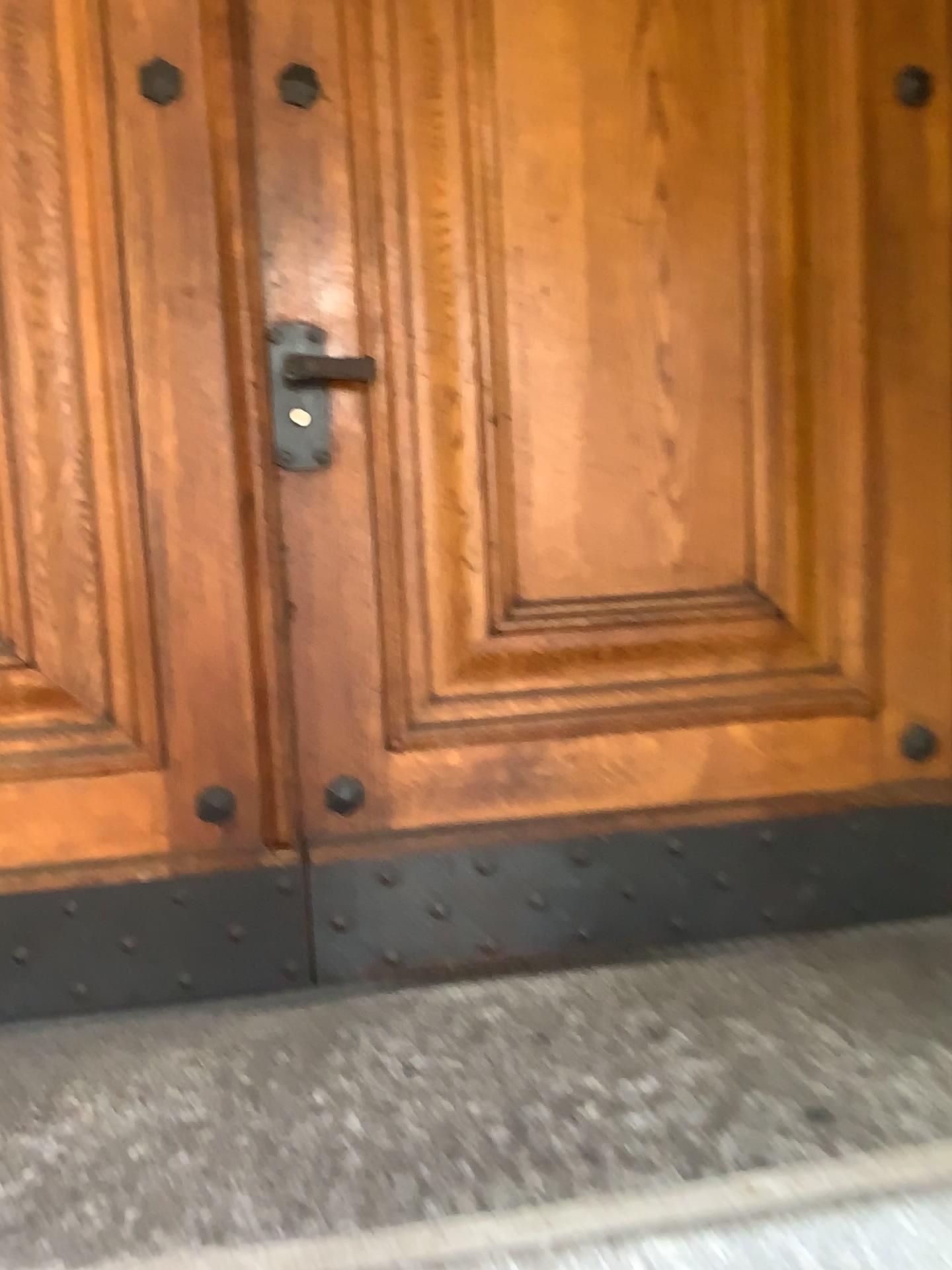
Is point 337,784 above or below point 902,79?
below

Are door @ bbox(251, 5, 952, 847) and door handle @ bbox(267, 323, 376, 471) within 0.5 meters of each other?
yes

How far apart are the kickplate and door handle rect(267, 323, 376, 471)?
0.6 meters

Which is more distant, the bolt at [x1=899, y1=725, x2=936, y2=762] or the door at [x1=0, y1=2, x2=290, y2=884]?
the bolt at [x1=899, y1=725, x2=936, y2=762]

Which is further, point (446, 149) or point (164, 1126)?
point (446, 149)

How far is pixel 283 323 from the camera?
1.63m

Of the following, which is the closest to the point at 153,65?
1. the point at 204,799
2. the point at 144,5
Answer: the point at 144,5

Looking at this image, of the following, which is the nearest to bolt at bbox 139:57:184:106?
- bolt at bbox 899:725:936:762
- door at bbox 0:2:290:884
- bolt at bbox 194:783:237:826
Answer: door at bbox 0:2:290:884

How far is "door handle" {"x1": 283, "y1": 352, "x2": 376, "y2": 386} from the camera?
1.6 meters

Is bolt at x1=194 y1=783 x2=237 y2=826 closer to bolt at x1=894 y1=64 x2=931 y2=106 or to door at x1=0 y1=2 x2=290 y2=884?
door at x1=0 y1=2 x2=290 y2=884
